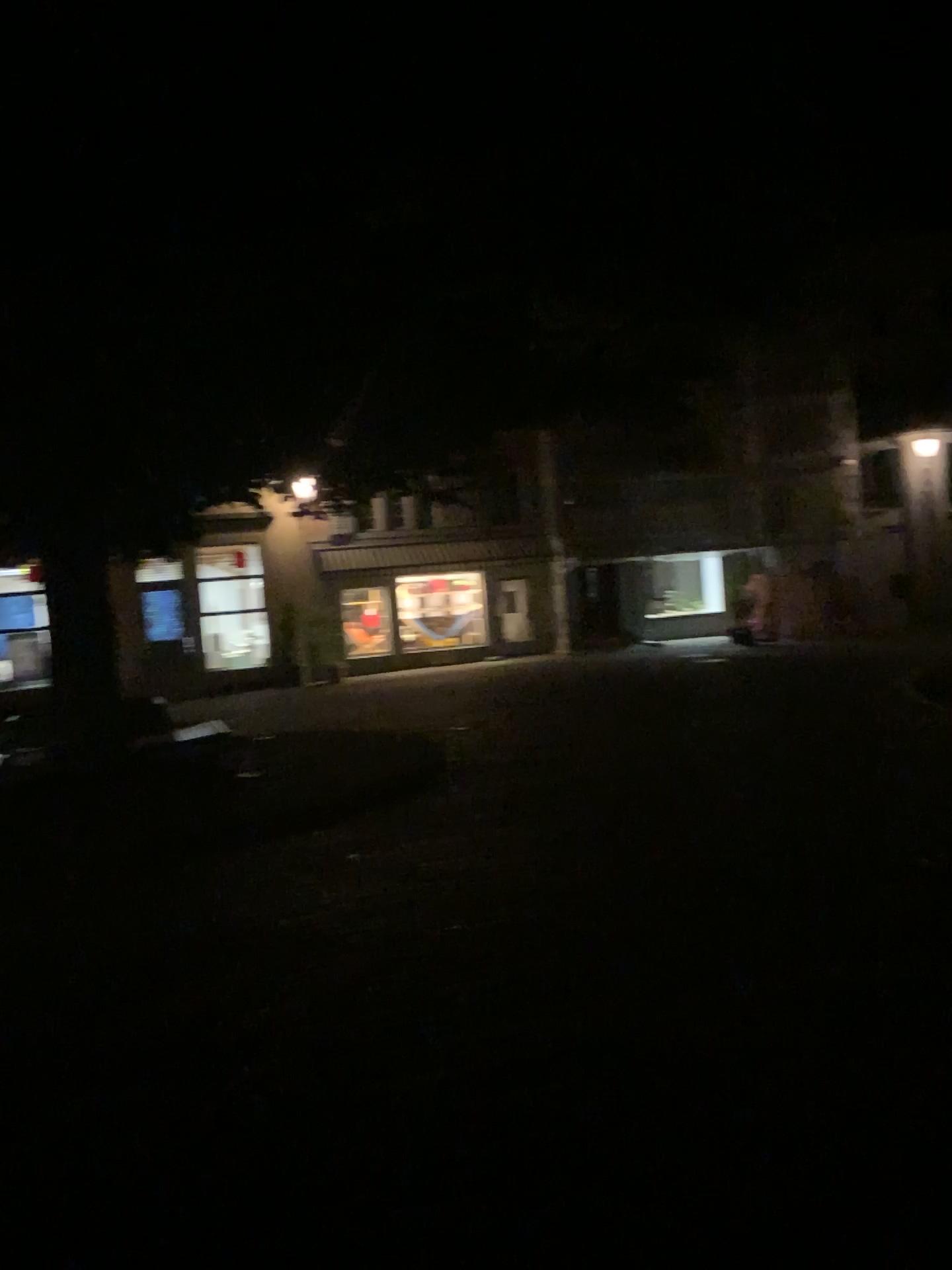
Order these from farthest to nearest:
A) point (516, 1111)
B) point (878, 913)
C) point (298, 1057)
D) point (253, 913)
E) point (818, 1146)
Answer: point (253, 913)
point (878, 913)
point (298, 1057)
point (516, 1111)
point (818, 1146)
